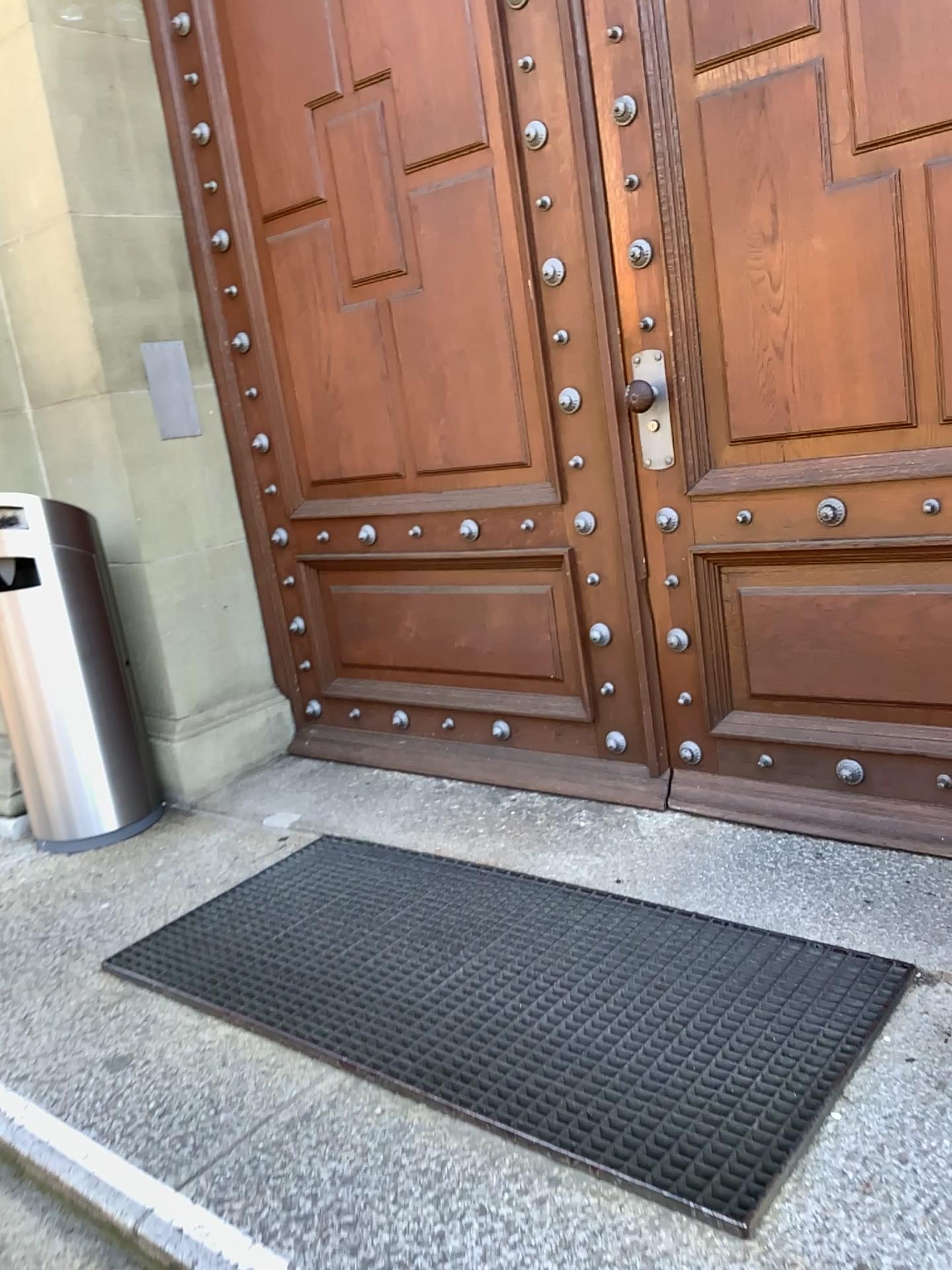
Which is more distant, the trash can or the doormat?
the trash can

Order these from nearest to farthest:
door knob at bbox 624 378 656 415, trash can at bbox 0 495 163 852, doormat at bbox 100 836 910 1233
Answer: doormat at bbox 100 836 910 1233 < door knob at bbox 624 378 656 415 < trash can at bbox 0 495 163 852

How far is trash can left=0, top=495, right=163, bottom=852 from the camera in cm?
294

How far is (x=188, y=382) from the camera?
3.3 meters

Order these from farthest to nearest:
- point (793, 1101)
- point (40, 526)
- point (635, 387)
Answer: point (40, 526)
point (635, 387)
point (793, 1101)

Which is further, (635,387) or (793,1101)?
(635,387)

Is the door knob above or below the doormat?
above

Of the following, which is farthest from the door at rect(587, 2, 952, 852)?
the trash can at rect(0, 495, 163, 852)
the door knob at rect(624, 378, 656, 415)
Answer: the trash can at rect(0, 495, 163, 852)

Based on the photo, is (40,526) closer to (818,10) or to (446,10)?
(446,10)

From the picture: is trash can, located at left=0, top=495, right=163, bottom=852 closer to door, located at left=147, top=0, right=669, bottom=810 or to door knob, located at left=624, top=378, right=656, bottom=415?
door, located at left=147, top=0, right=669, bottom=810
